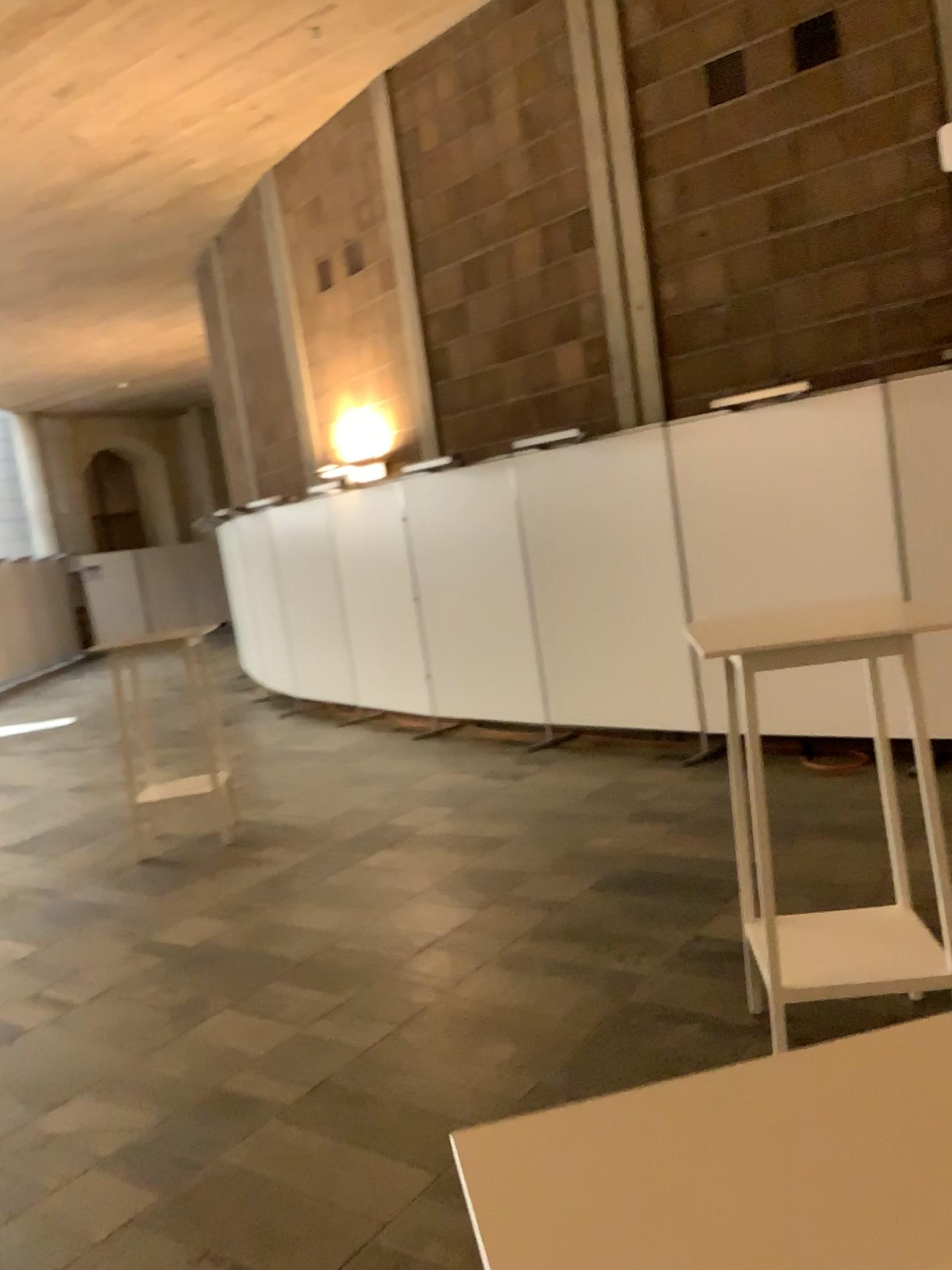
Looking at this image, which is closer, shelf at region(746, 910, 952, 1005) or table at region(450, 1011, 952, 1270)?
table at region(450, 1011, 952, 1270)

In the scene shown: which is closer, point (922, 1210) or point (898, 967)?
point (922, 1210)

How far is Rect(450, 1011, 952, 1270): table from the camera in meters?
0.6

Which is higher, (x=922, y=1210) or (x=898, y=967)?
(x=922, y=1210)

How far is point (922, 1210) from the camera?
0.57m

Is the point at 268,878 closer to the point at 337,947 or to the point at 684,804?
the point at 337,947

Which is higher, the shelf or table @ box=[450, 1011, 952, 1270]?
table @ box=[450, 1011, 952, 1270]
